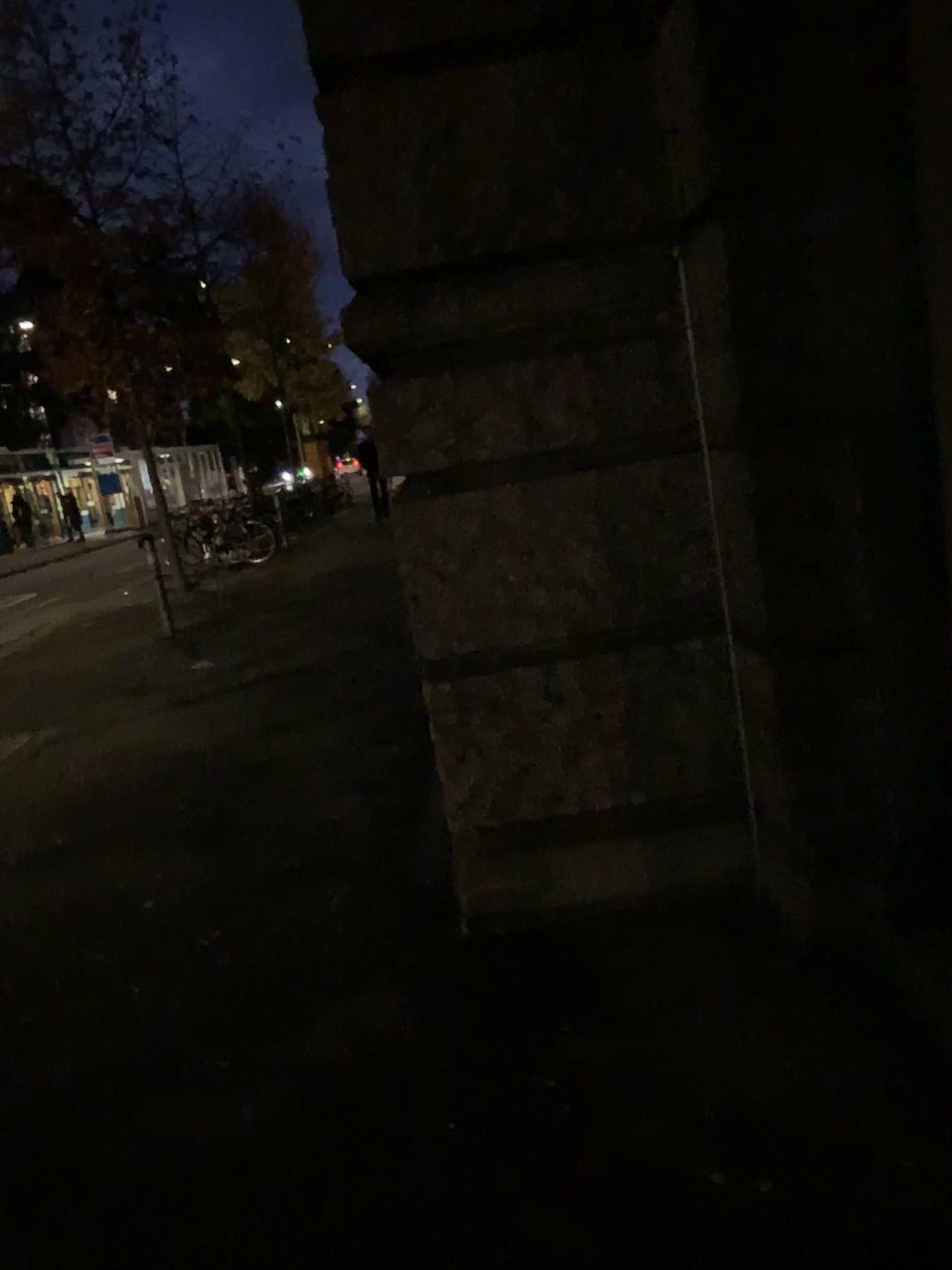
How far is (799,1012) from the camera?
2.39m
